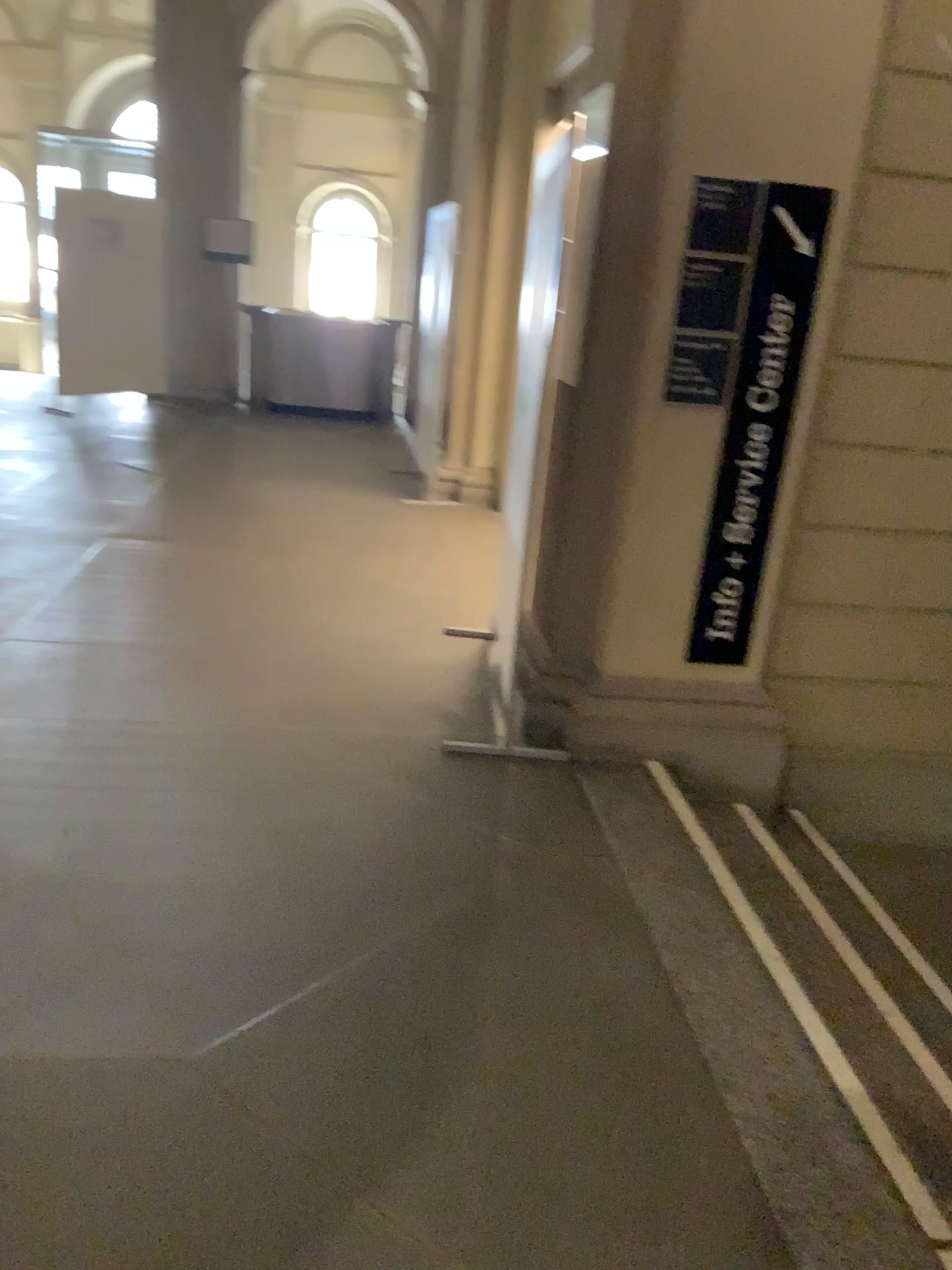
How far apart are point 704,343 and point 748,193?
0.4m

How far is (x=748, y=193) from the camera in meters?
3.1

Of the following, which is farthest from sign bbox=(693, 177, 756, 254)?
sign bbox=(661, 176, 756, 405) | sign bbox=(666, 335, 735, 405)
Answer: sign bbox=(666, 335, 735, 405)

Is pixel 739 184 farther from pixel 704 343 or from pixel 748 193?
pixel 704 343

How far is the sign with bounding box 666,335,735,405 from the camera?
3.2 meters

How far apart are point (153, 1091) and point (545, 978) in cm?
87

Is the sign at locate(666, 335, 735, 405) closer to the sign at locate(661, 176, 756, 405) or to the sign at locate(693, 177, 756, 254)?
the sign at locate(661, 176, 756, 405)

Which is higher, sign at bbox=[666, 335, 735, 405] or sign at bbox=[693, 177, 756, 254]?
sign at bbox=[693, 177, 756, 254]

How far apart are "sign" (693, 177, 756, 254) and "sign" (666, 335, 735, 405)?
0.3m
